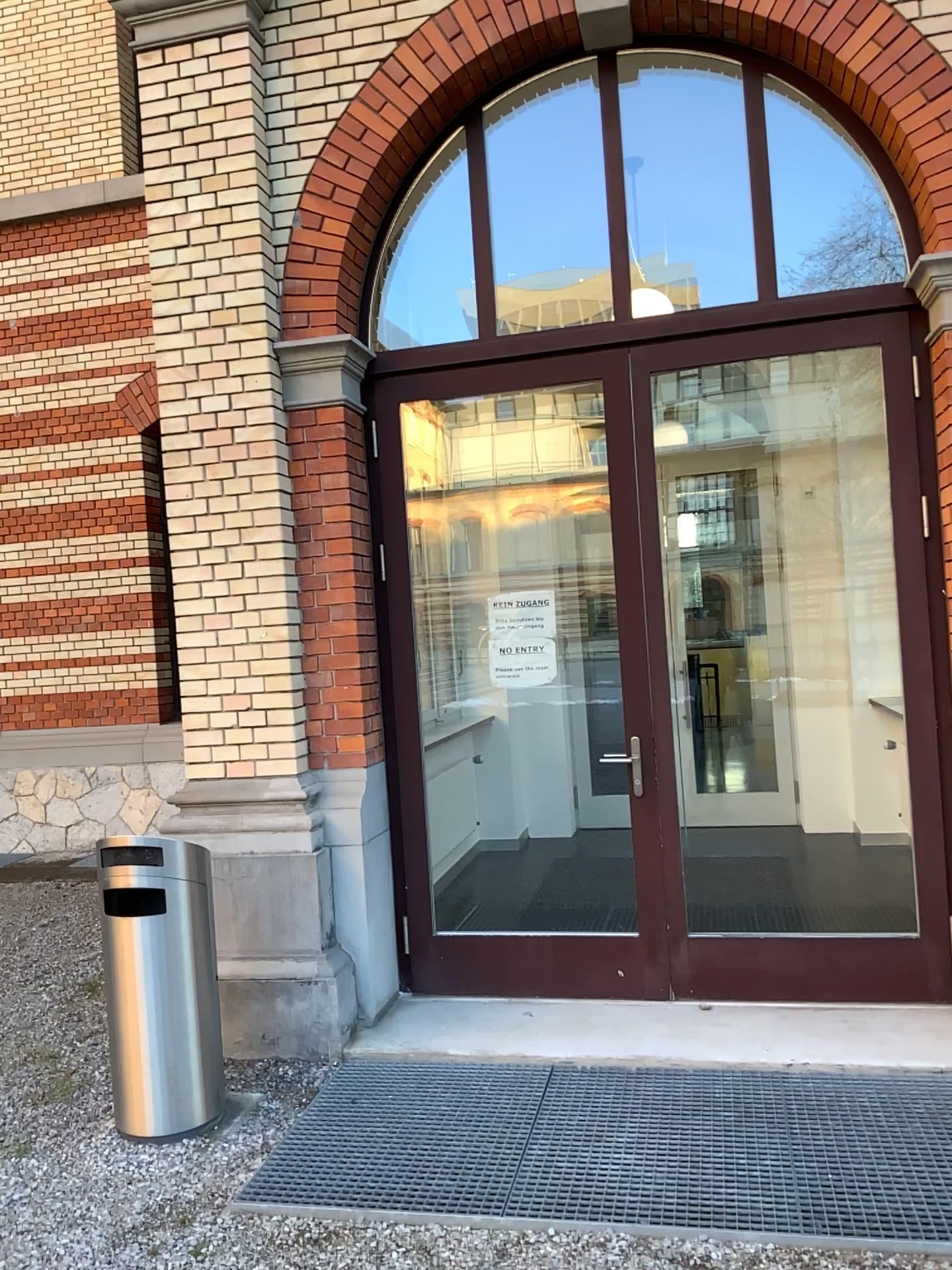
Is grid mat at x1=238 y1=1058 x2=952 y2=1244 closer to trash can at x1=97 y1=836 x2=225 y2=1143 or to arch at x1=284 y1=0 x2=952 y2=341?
trash can at x1=97 y1=836 x2=225 y2=1143

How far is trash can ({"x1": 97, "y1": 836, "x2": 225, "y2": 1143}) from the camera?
3.5 meters

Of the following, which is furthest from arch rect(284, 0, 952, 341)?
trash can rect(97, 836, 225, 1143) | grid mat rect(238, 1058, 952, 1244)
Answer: grid mat rect(238, 1058, 952, 1244)

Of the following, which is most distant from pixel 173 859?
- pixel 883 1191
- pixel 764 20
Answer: pixel 764 20

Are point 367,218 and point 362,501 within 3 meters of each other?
yes

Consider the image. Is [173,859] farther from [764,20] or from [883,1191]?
[764,20]

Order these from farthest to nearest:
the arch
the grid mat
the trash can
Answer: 1. the arch
2. the trash can
3. the grid mat

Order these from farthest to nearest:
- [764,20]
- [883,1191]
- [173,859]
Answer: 1. [764,20]
2. [173,859]
3. [883,1191]

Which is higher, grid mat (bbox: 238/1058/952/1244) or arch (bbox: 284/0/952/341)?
arch (bbox: 284/0/952/341)

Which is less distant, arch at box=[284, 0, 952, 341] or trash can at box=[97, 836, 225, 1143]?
trash can at box=[97, 836, 225, 1143]
